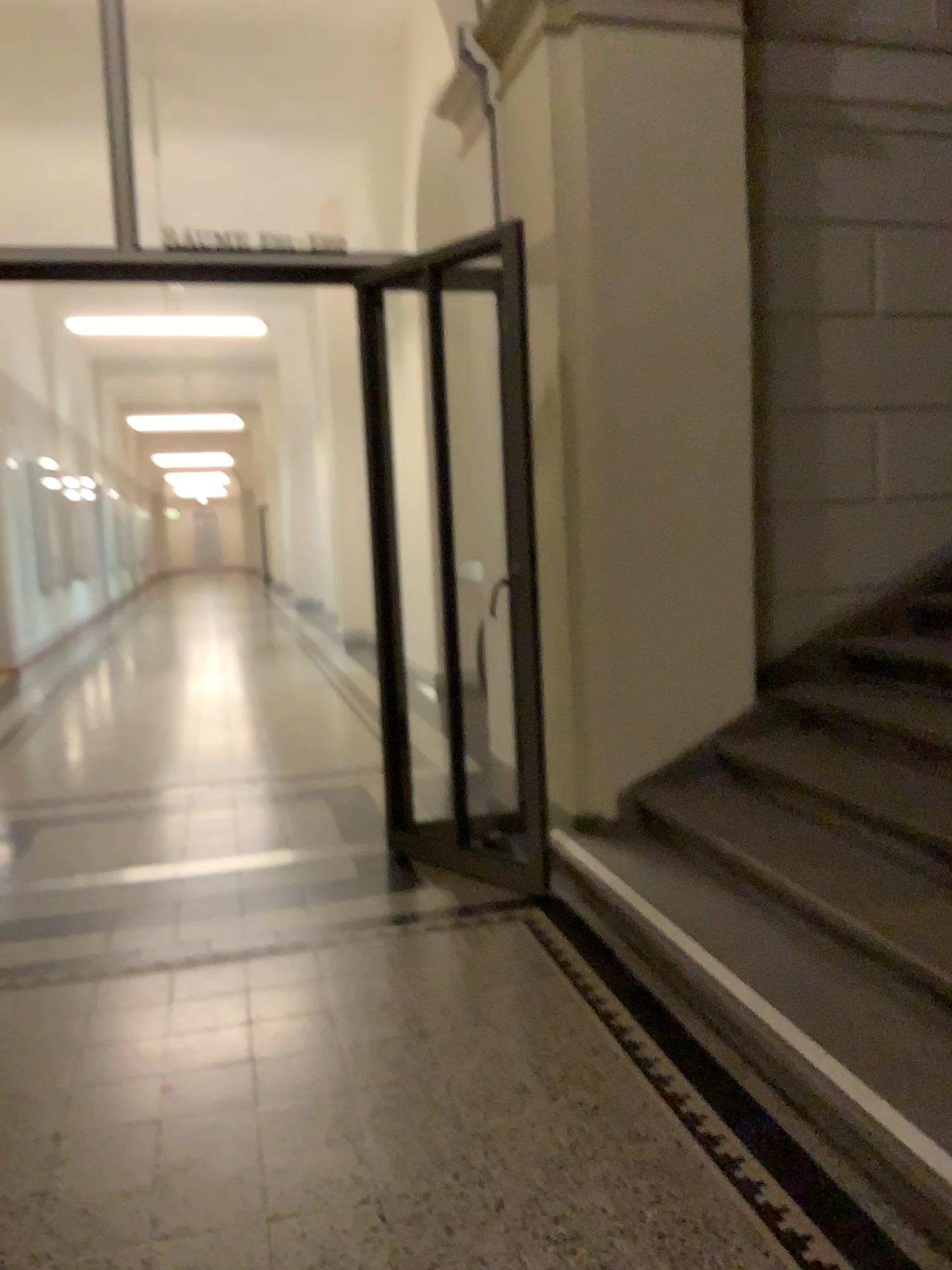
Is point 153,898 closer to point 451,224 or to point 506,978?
point 506,978
